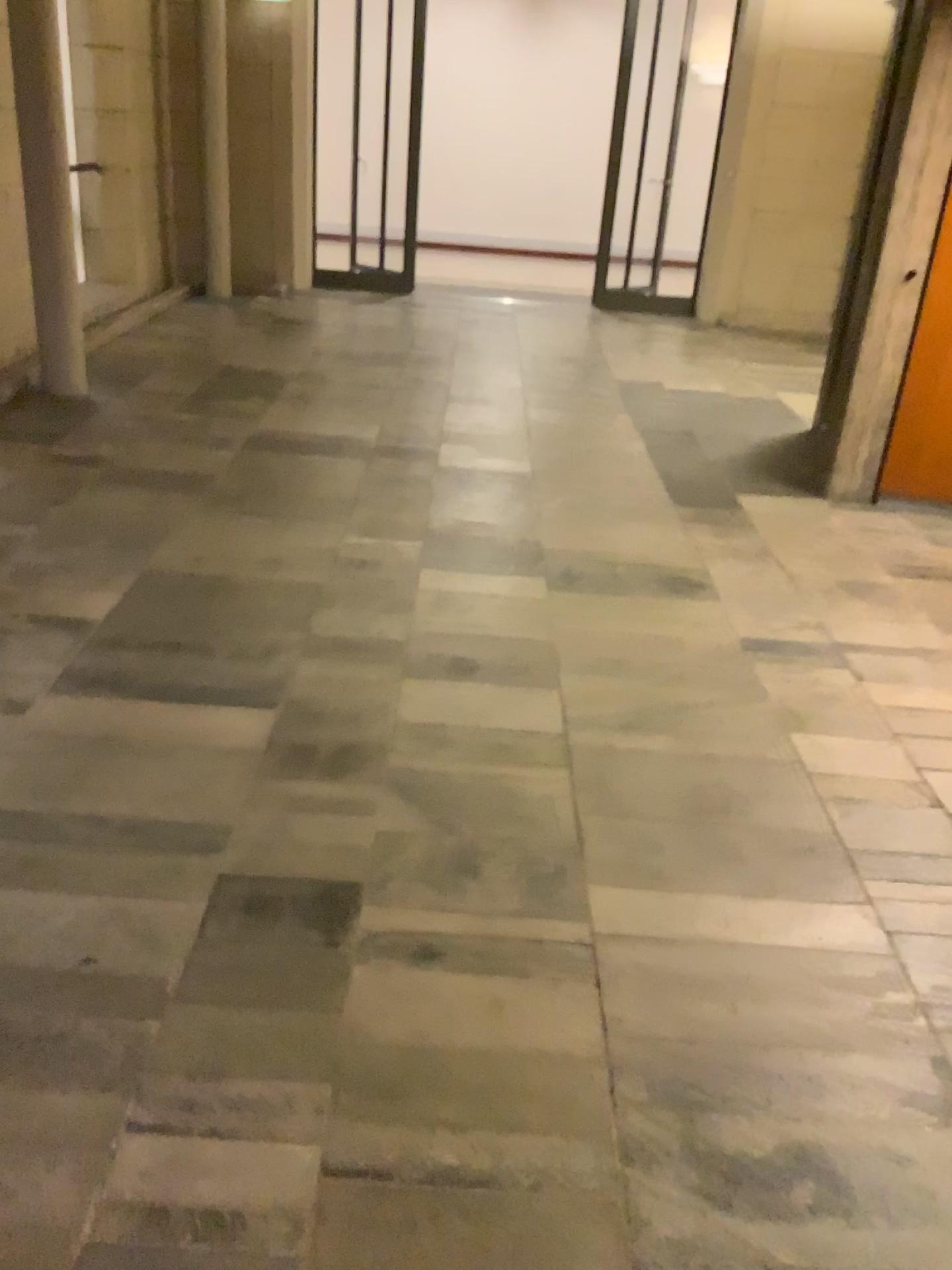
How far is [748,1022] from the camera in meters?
1.9

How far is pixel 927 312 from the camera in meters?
4.4 m

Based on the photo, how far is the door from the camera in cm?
444
